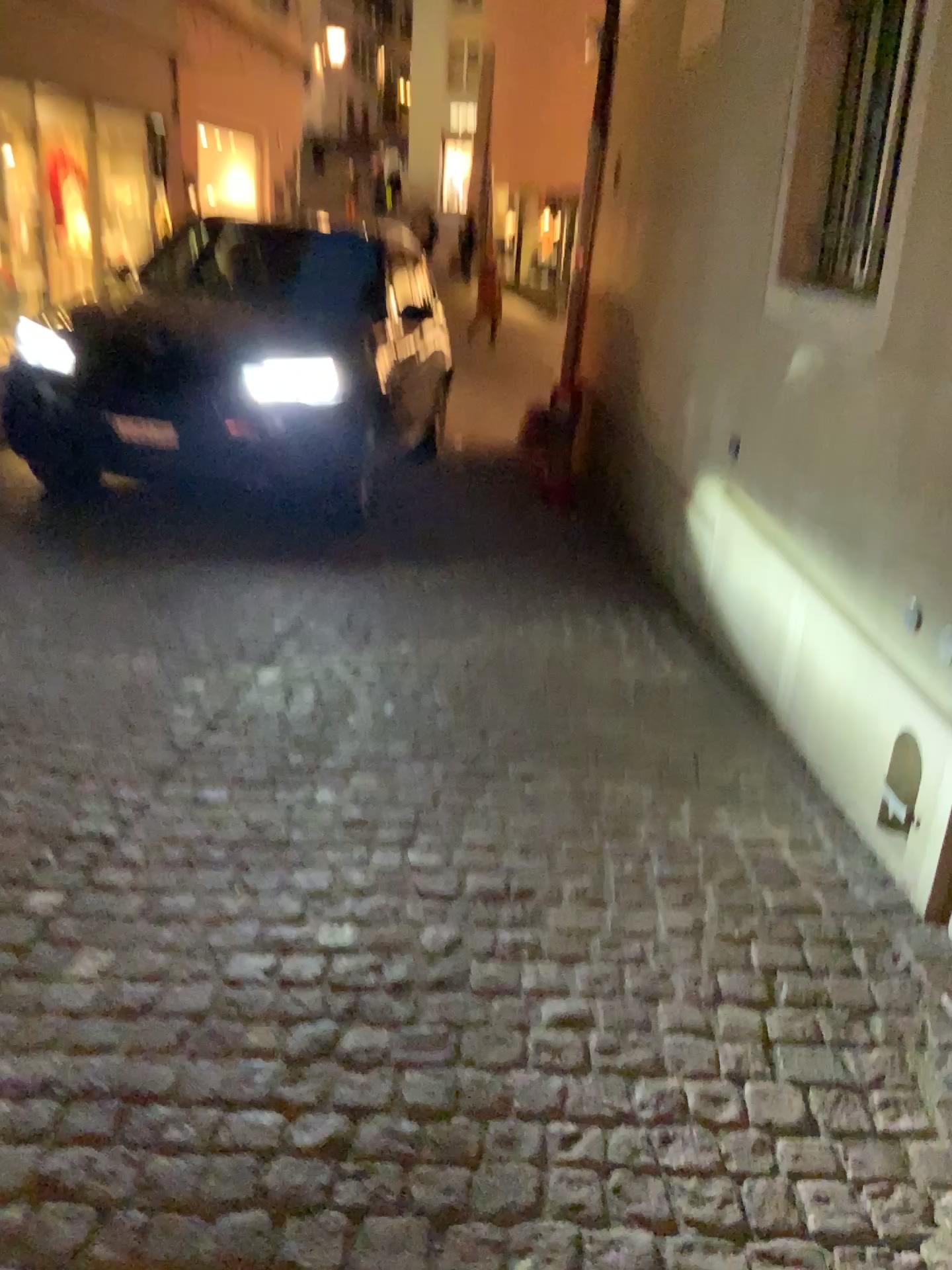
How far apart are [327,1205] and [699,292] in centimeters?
411cm
